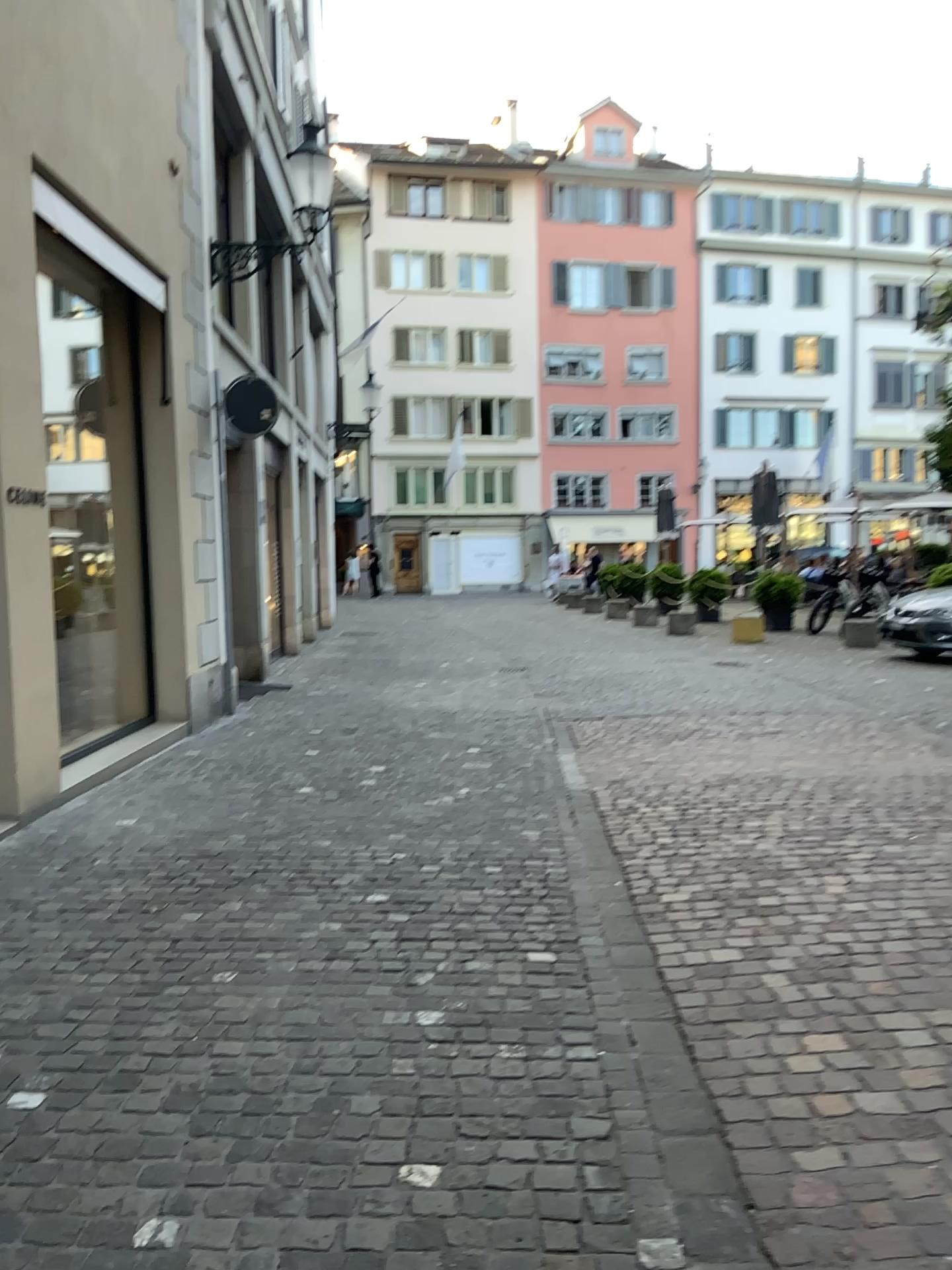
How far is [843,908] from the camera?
3.8 meters
